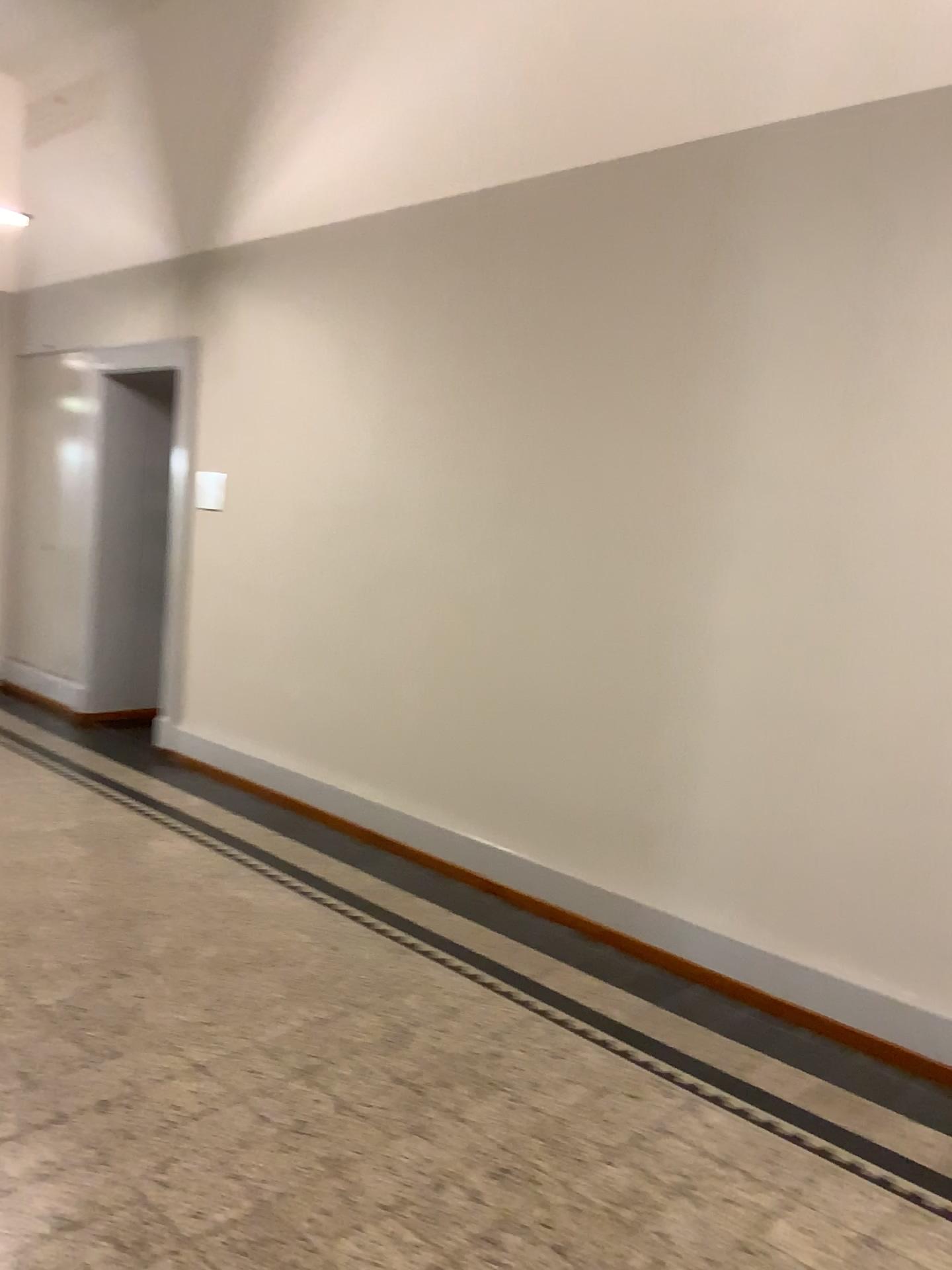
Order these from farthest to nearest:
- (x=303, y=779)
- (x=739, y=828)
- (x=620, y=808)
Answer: (x=303, y=779) < (x=620, y=808) < (x=739, y=828)
